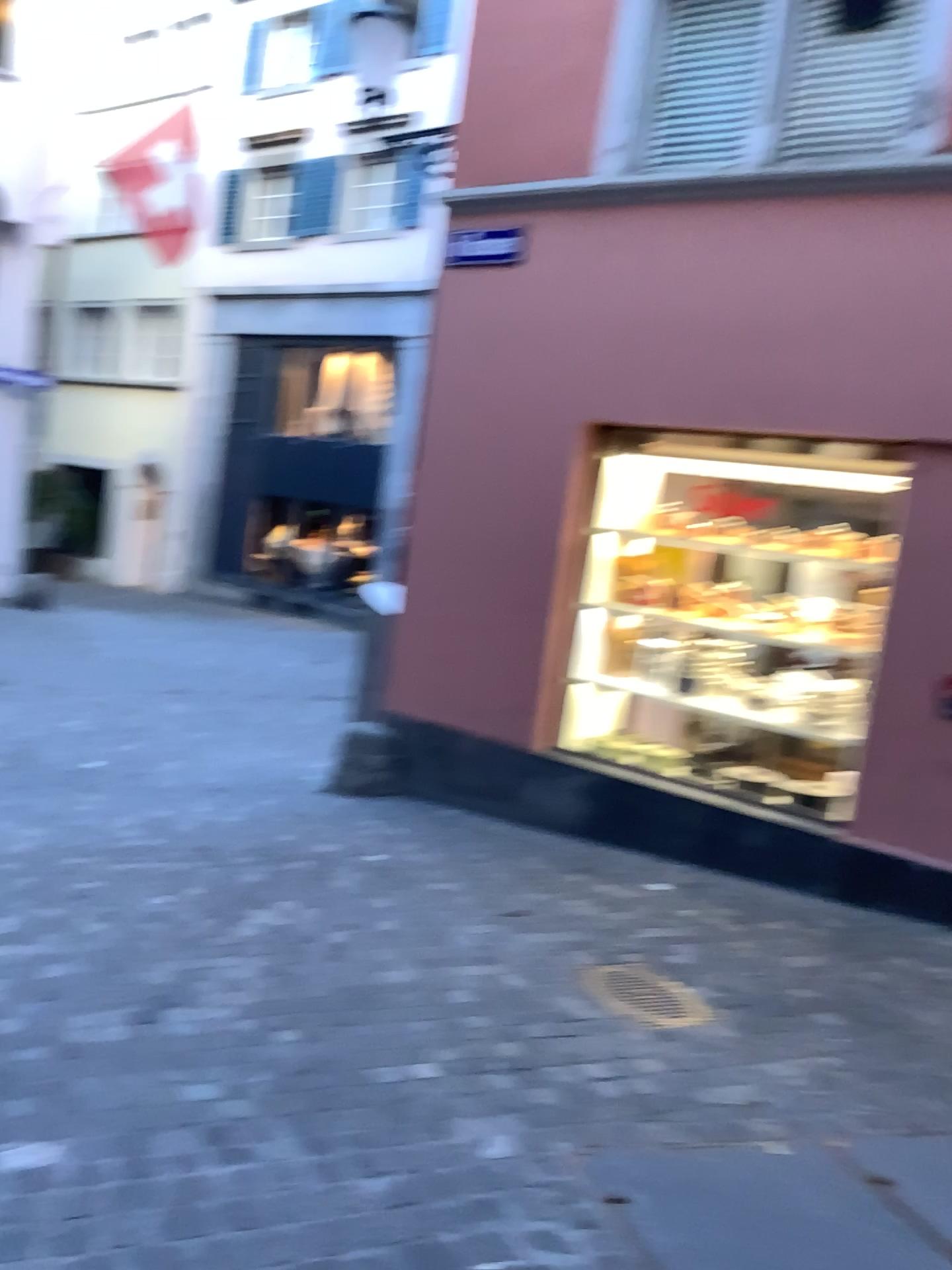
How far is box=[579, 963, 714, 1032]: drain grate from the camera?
3.4m

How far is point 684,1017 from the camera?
3.4 meters

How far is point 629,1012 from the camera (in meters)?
3.38

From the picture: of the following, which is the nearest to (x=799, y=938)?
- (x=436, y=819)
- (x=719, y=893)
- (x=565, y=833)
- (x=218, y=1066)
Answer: (x=719, y=893)

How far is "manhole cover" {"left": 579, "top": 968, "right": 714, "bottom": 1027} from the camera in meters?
3.4
